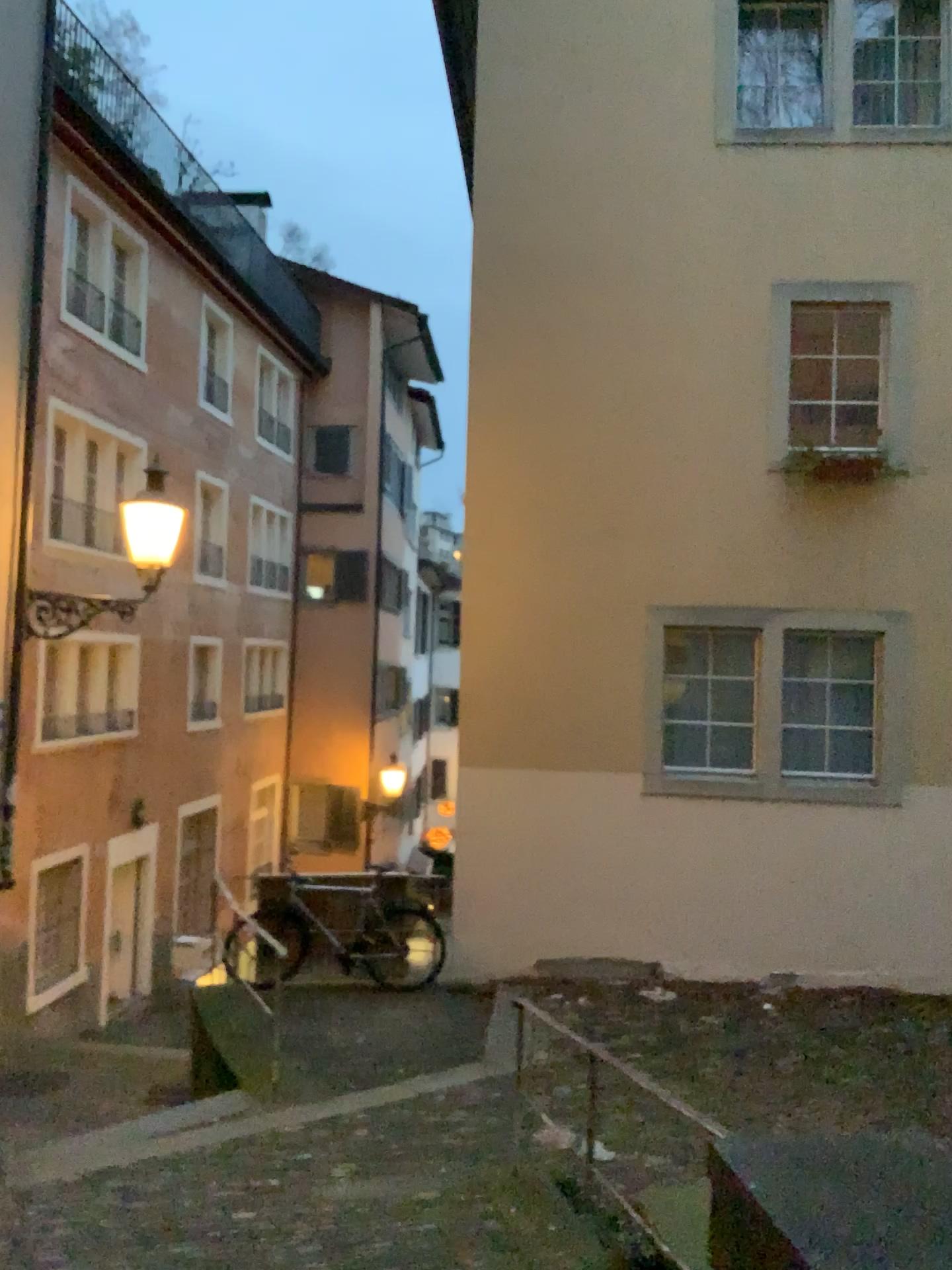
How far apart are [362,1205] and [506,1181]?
0.60m
